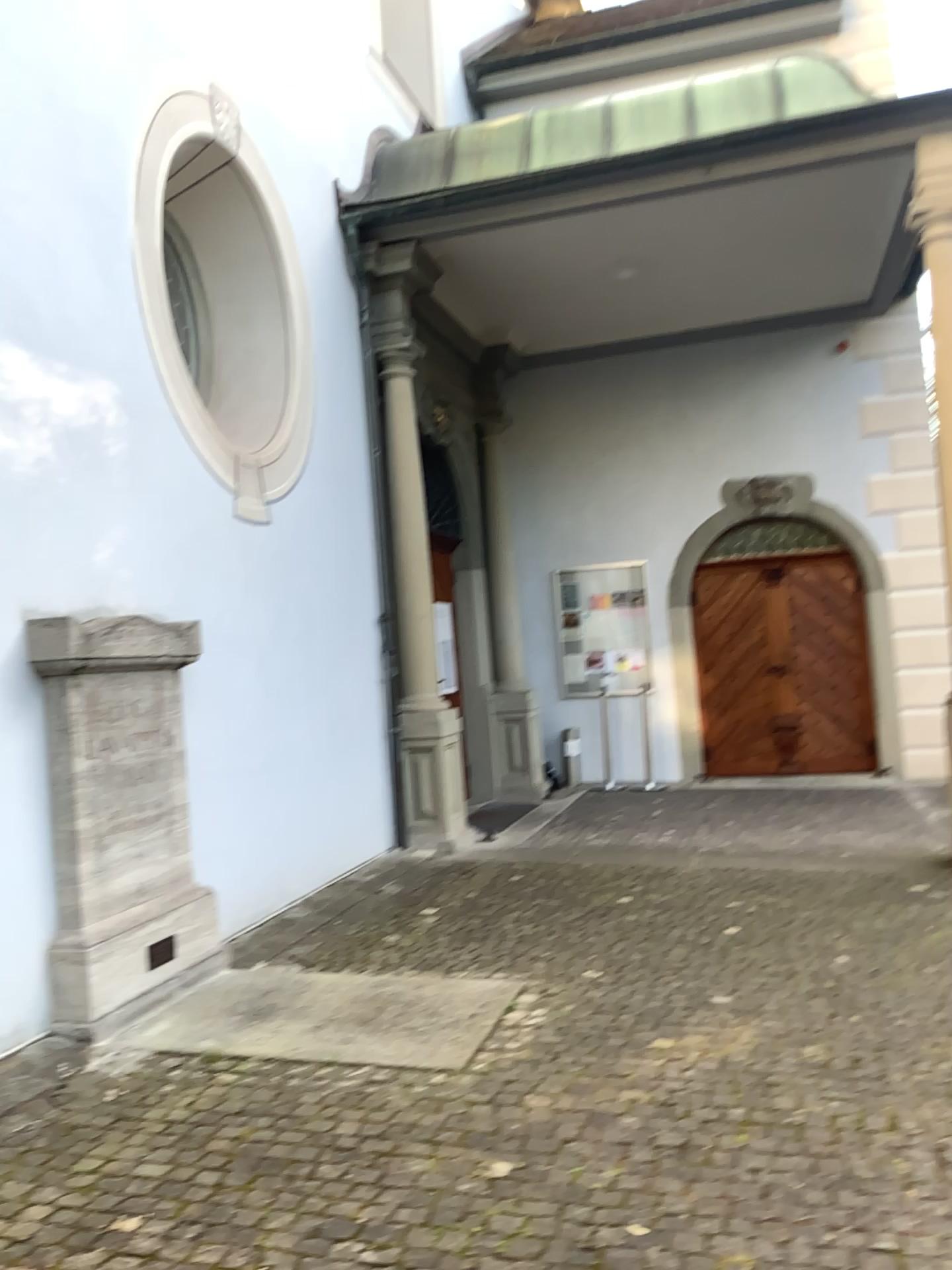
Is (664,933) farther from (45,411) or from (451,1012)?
(45,411)
